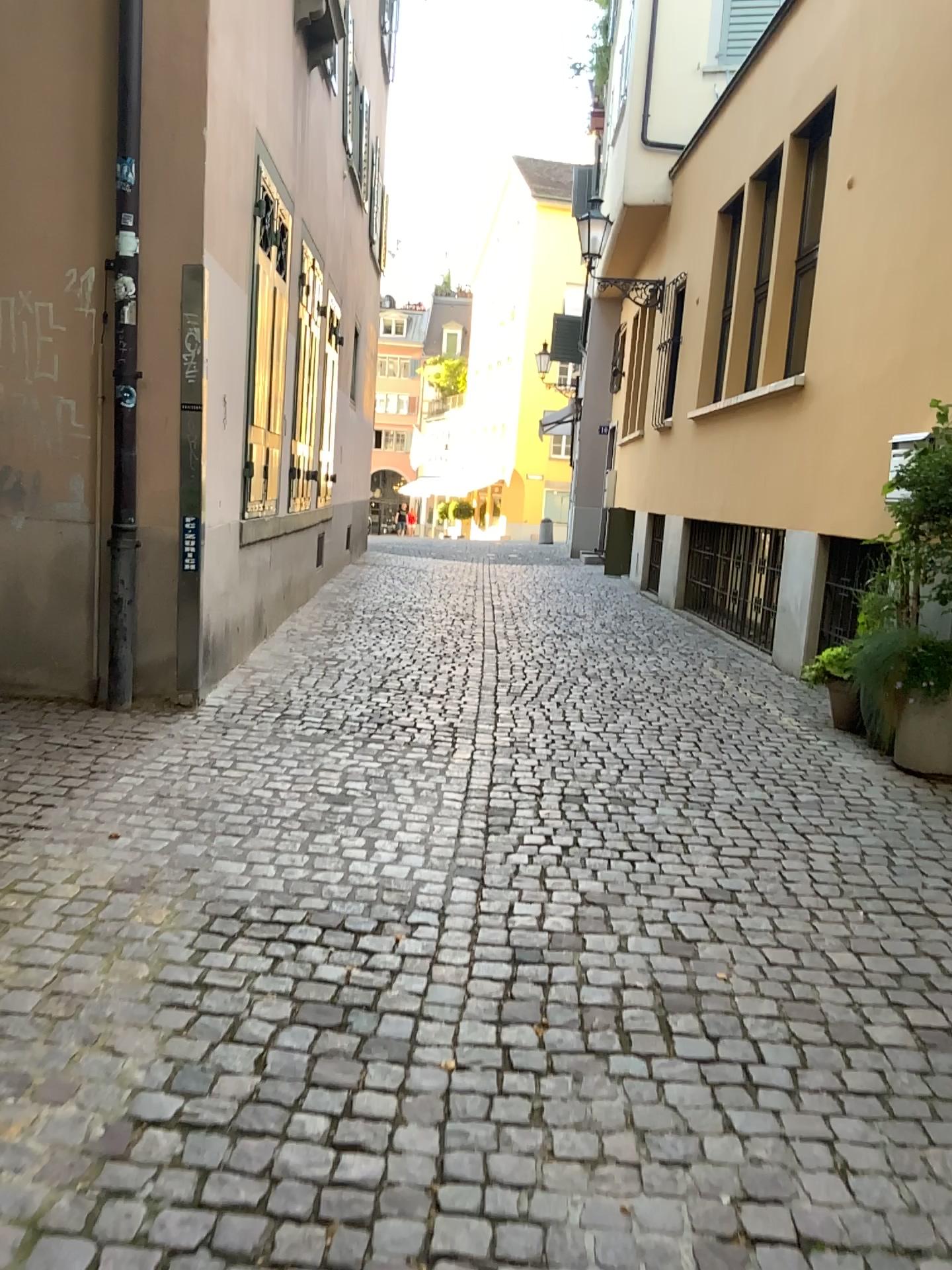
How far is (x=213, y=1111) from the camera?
2.00m
